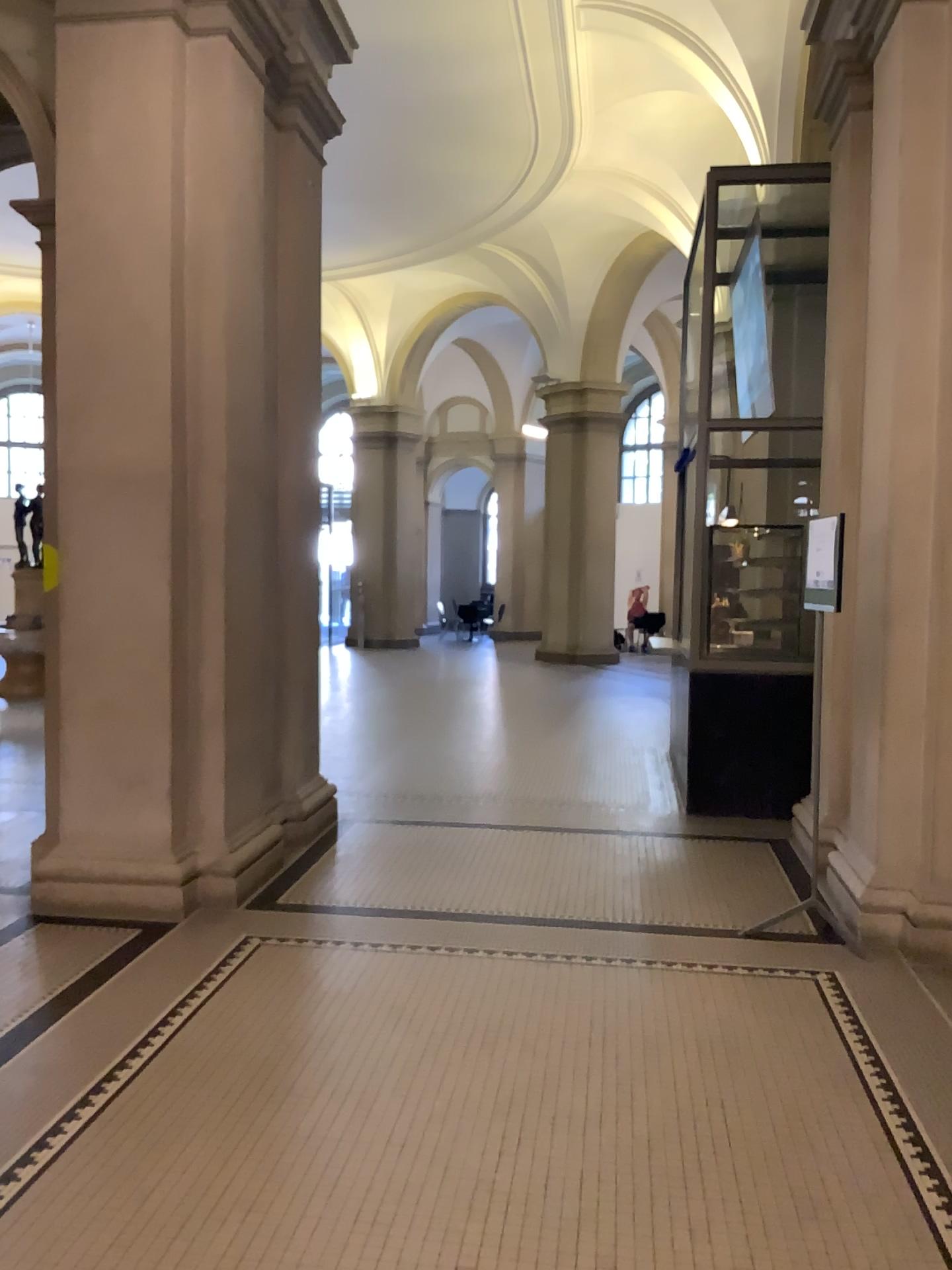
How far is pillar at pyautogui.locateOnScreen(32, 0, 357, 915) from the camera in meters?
4.7 m

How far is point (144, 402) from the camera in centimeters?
480cm

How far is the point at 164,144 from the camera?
4.7m
